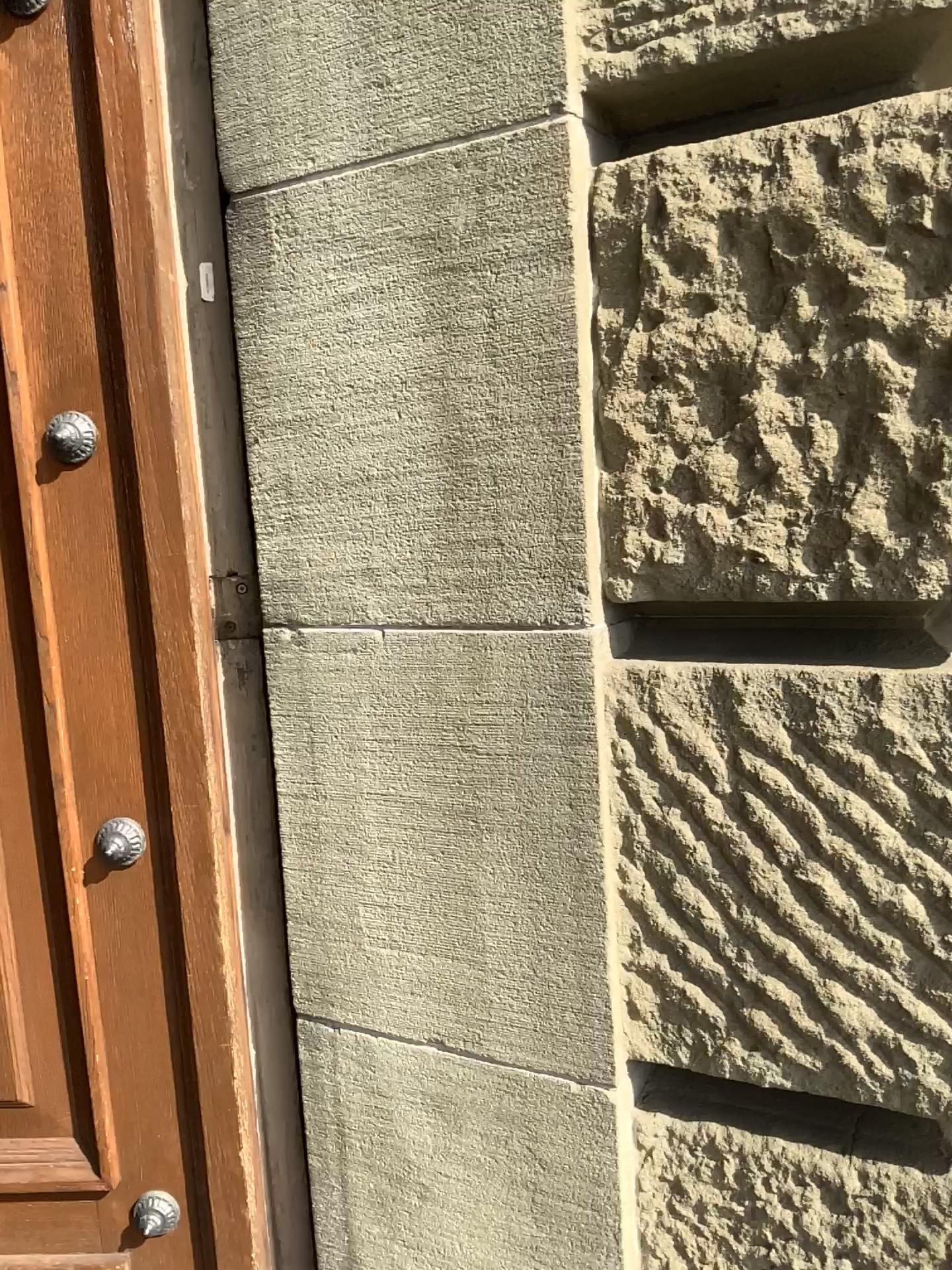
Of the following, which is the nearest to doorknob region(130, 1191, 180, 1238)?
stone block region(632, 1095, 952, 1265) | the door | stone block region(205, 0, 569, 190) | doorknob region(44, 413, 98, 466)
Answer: the door

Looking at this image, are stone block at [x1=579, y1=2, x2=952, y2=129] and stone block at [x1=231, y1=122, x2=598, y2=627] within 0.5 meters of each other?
yes

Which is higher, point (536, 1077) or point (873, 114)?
point (873, 114)

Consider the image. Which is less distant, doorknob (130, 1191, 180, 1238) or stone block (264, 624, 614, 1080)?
stone block (264, 624, 614, 1080)

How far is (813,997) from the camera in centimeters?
106cm

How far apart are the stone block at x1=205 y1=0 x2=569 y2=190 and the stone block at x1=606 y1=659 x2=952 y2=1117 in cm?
57

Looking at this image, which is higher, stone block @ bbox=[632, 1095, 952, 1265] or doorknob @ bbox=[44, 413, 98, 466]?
doorknob @ bbox=[44, 413, 98, 466]

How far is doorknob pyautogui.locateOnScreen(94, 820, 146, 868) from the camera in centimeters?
137cm

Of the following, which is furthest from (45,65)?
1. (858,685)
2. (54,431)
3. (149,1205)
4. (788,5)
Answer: (149,1205)

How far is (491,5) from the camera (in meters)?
1.06
